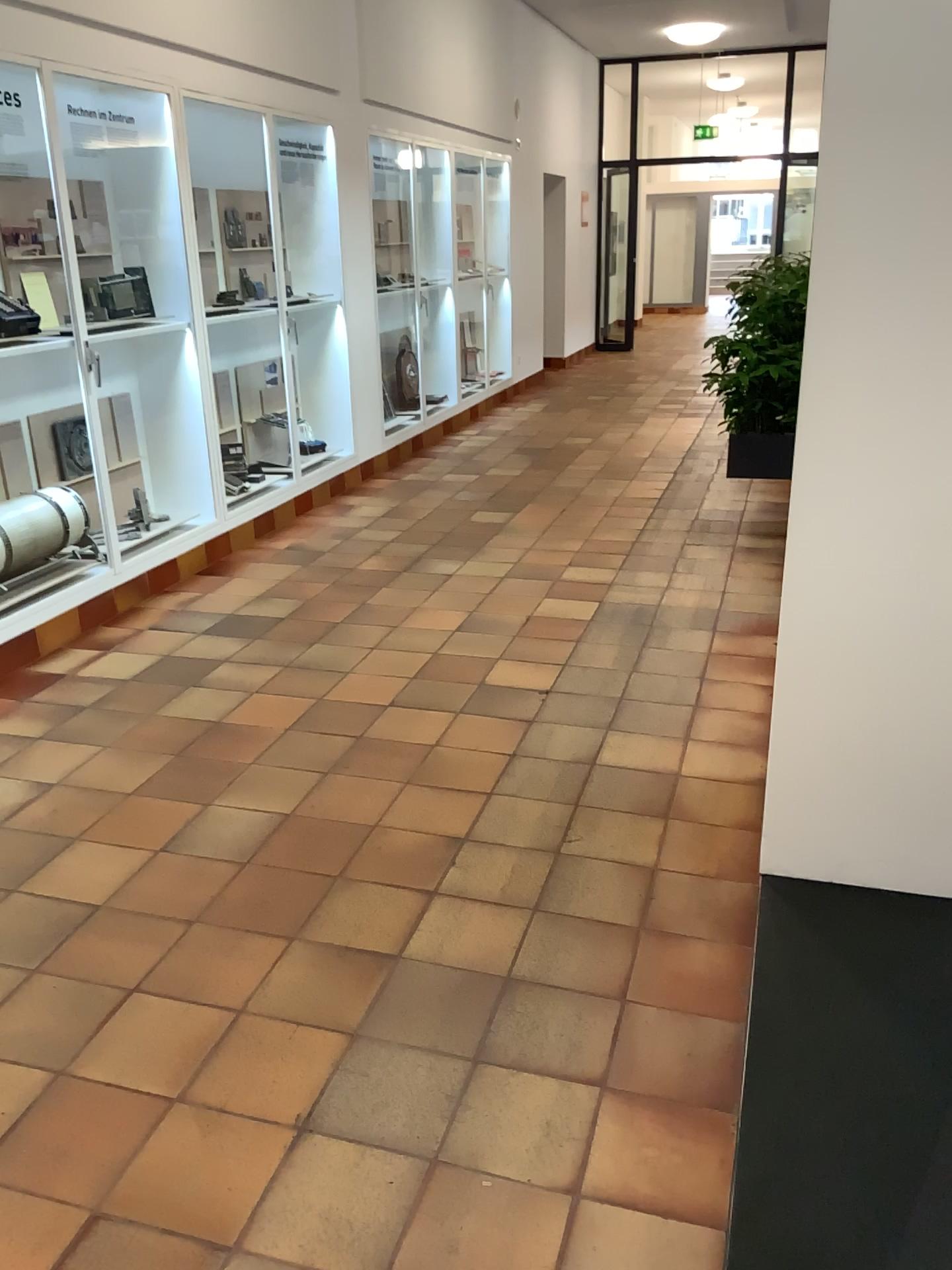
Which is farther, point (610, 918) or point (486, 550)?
point (486, 550)

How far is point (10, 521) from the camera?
4.1 meters

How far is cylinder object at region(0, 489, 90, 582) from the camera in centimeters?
408cm
